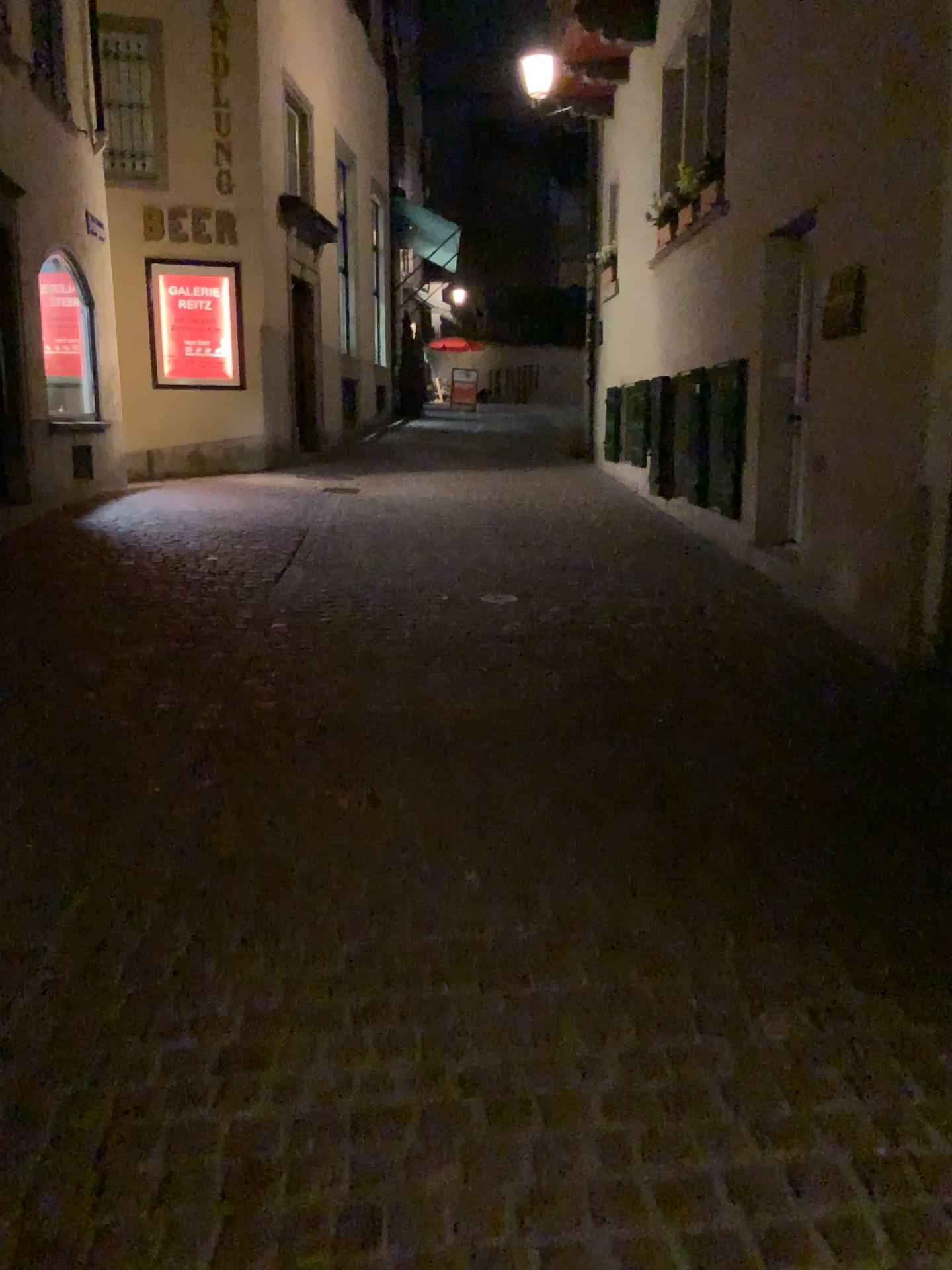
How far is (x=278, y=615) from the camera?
5.34m
